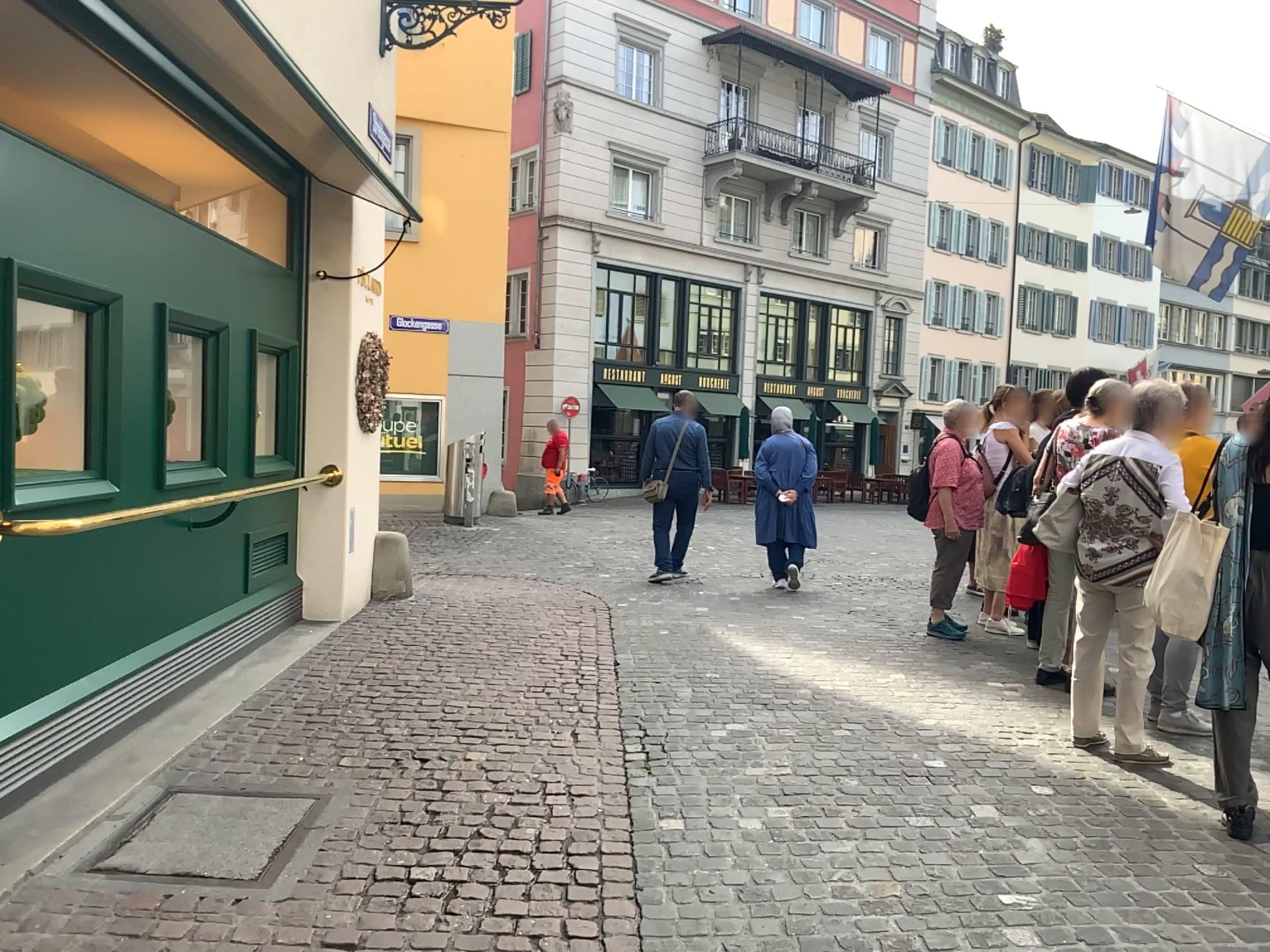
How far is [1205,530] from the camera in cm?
357

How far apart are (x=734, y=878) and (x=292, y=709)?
2.4m

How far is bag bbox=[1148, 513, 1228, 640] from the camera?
3.6m

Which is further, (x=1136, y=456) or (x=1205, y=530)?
(x=1136, y=456)

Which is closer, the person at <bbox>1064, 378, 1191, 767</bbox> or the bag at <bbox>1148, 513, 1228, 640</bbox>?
the bag at <bbox>1148, 513, 1228, 640</bbox>
